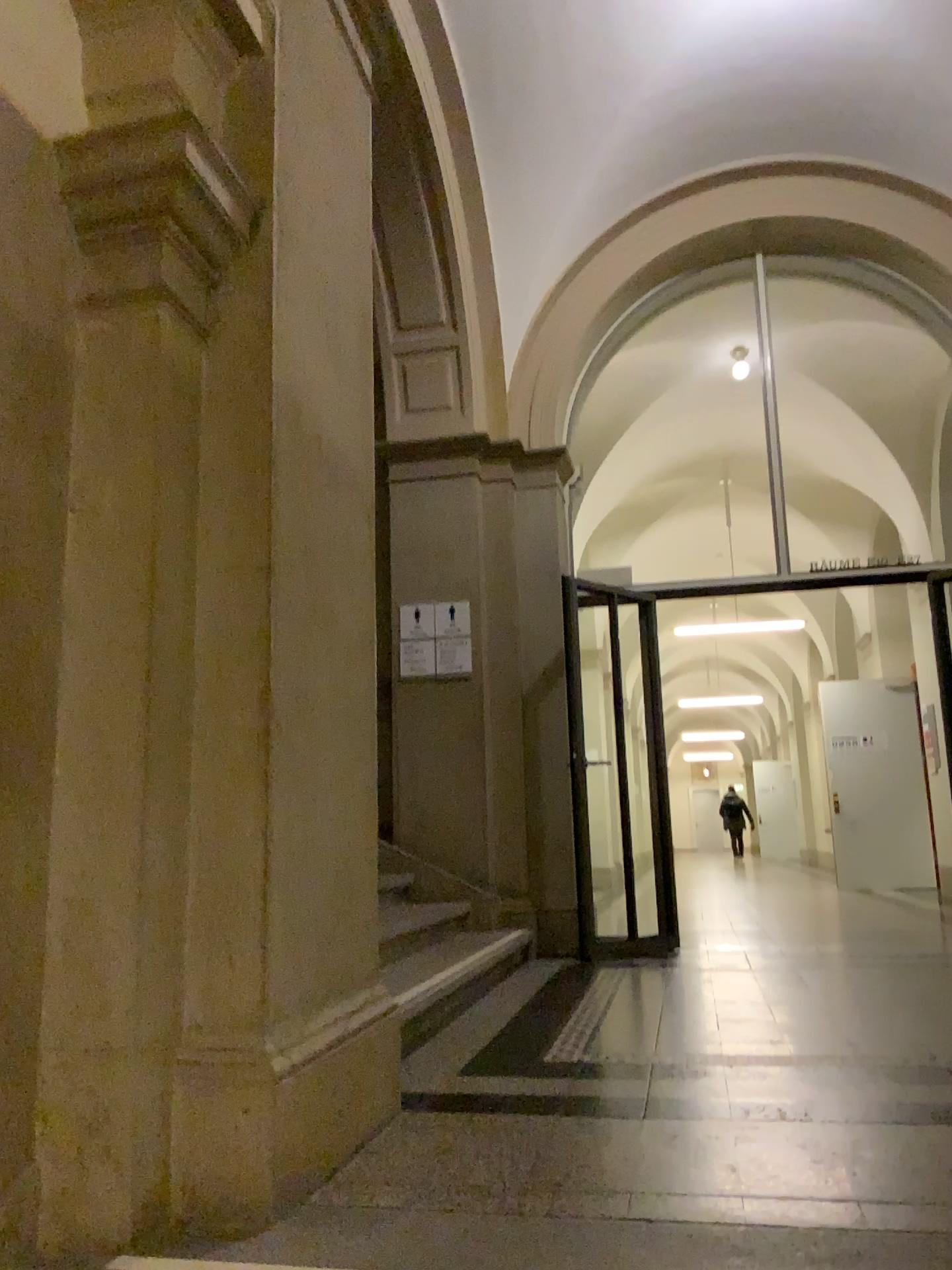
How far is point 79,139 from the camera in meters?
2.0

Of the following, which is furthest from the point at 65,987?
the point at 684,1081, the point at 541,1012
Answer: the point at 541,1012

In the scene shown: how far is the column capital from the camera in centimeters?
204cm
